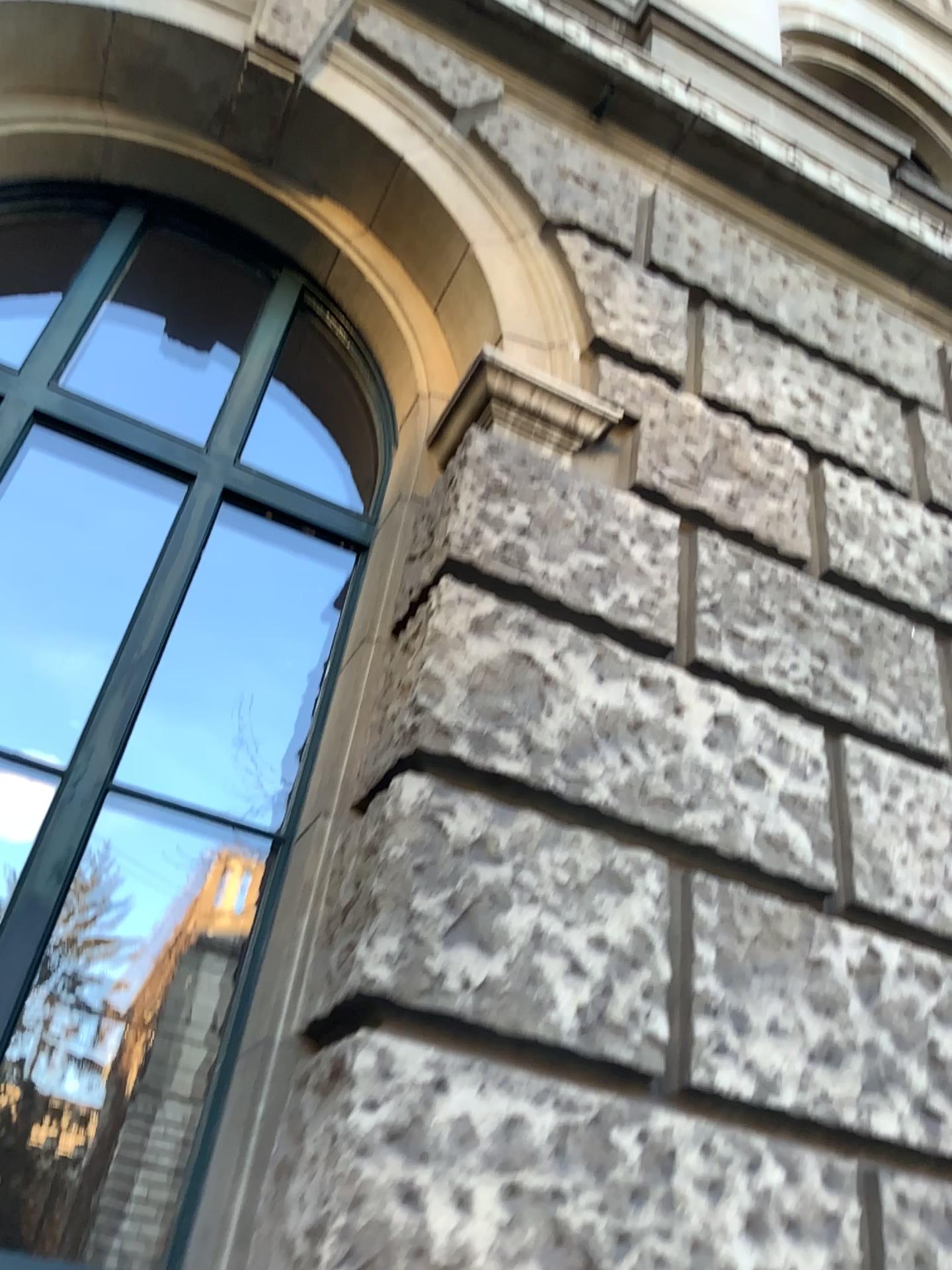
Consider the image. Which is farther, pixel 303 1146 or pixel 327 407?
pixel 327 407

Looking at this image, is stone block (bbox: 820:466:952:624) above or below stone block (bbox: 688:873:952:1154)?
above

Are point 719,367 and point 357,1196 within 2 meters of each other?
no

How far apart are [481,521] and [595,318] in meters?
1.0

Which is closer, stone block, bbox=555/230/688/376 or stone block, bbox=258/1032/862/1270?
stone block, bbox=258/1032/862/1270

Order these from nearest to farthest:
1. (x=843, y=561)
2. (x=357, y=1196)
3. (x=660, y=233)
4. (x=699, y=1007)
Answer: (x=357, y=1196), (x=699, y=1007), (x=843, y=561), (x=660, y=233)

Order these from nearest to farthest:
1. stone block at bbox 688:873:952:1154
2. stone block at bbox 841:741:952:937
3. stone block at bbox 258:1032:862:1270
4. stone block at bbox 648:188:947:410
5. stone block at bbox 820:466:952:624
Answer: stone block at bbox 258:1032:862:1270, stone block at bbox 688:873:952:1154, stone block at bbox 841:741:952:937, stone block at bbox 820:466:952:624, stone block at bbox 648:188:947:410

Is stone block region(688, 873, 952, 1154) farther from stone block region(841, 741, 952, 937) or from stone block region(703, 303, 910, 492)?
stone block region(703, 303, 910, 492)

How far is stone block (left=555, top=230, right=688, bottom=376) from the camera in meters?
3.2

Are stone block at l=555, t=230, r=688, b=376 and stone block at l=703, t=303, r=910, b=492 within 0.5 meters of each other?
yes
